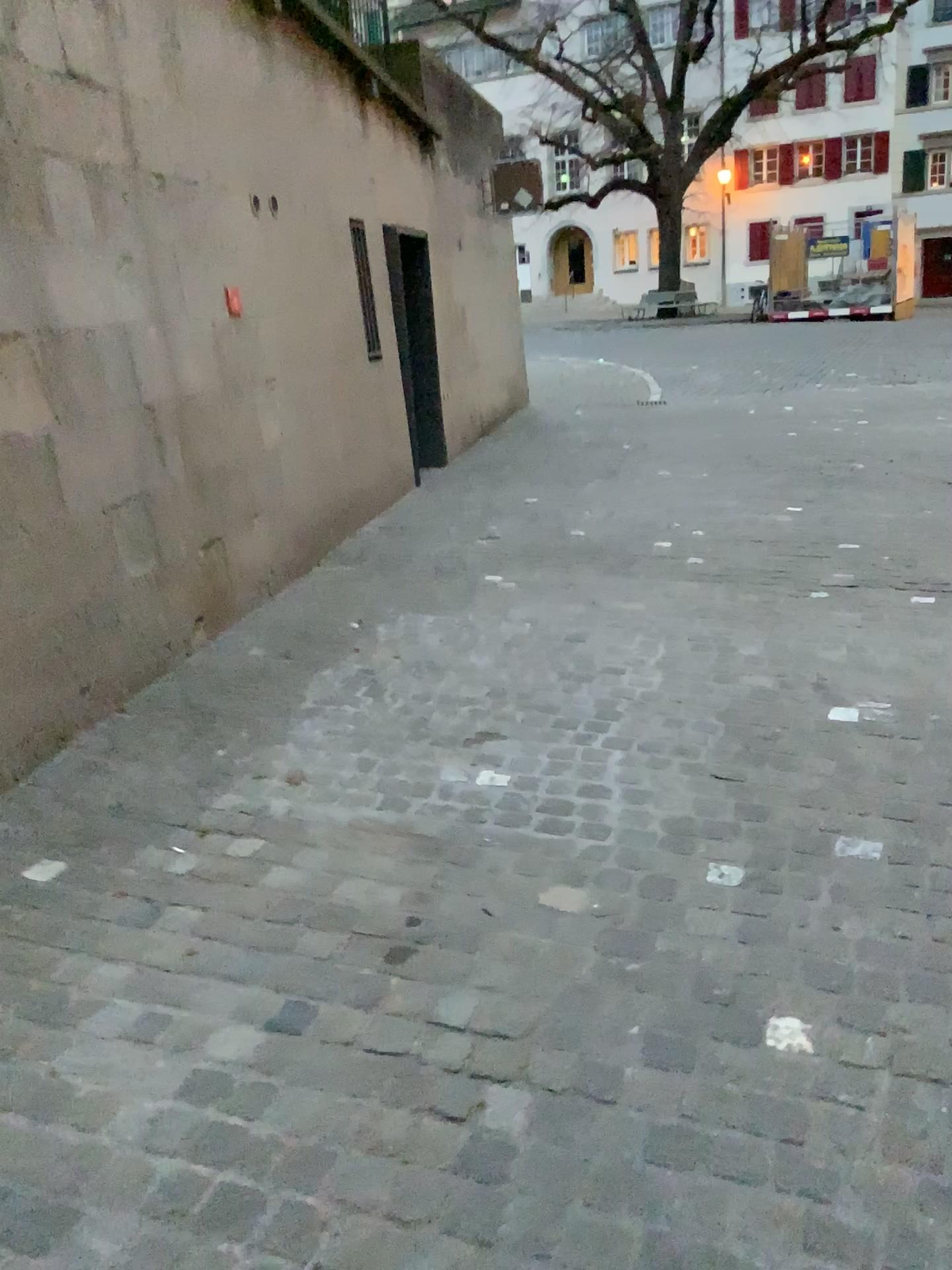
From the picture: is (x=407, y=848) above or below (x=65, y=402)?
below
